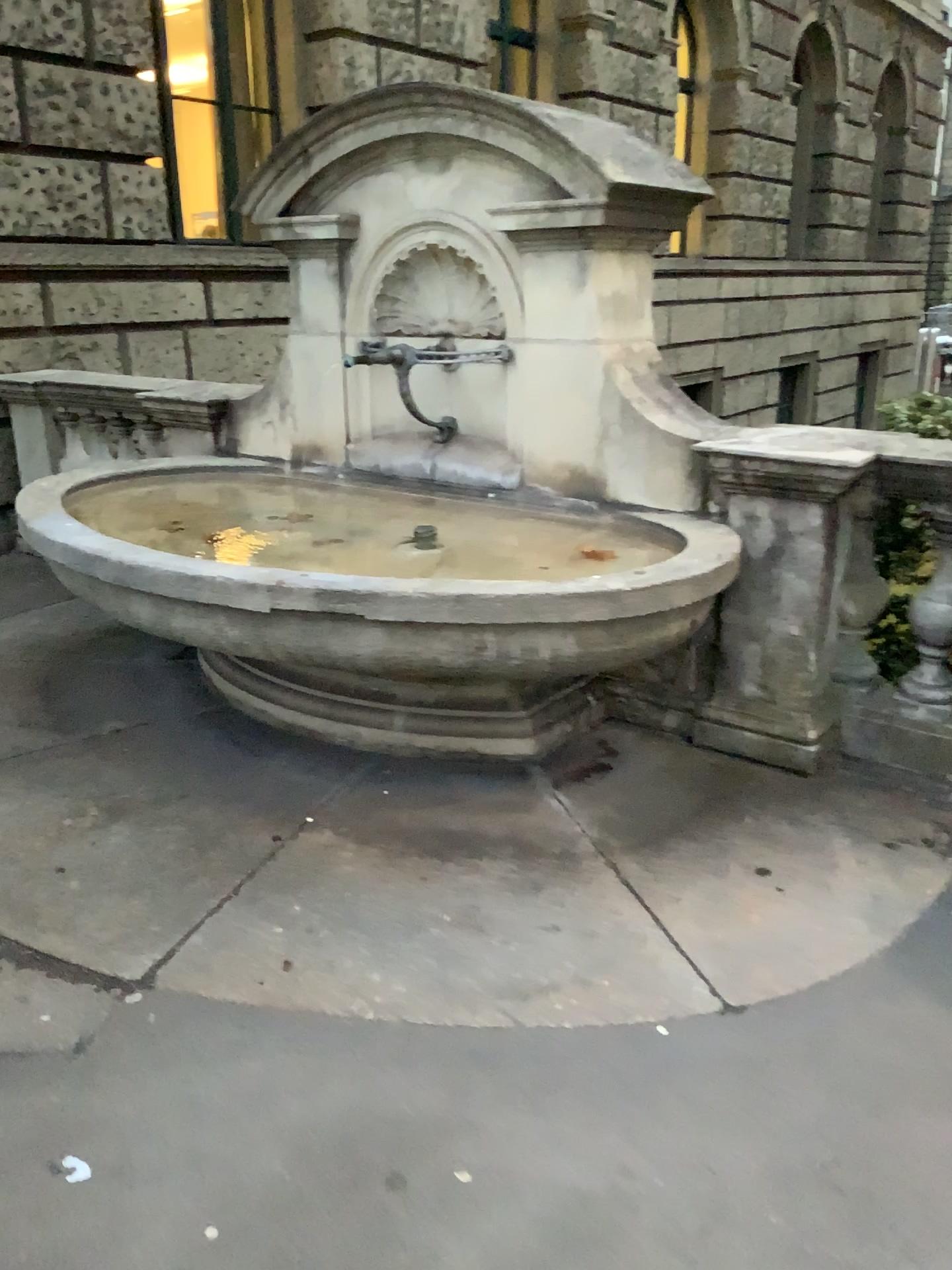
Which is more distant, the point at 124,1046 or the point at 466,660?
the point at 466,660
